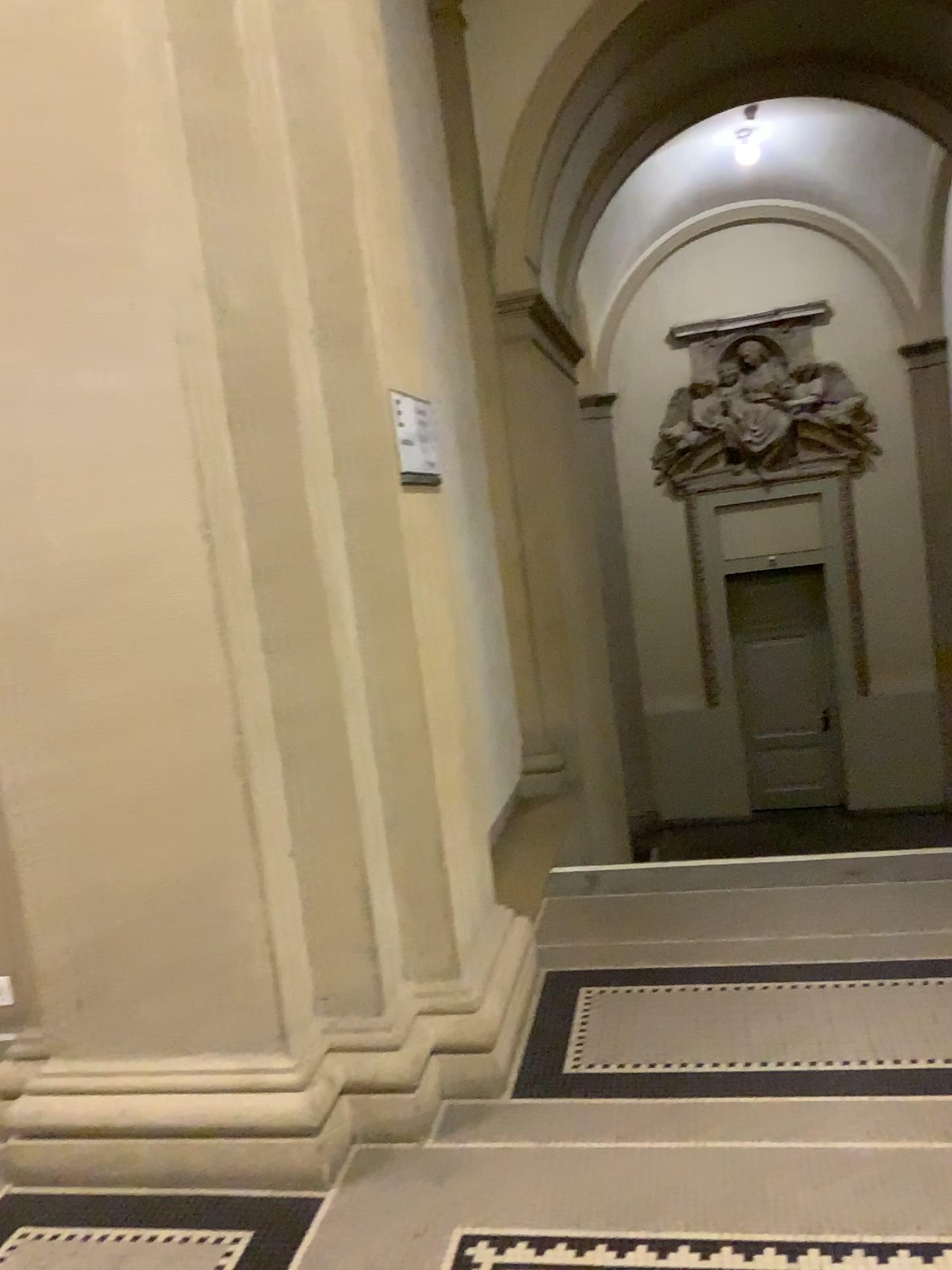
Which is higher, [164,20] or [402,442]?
[164,20]

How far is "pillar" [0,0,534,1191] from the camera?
2.3 meters

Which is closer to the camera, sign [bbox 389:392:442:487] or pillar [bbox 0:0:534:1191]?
pillar [bbox 0:0:534:1191]

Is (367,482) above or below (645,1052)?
above

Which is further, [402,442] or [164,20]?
[402,442]

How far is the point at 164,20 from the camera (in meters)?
2.33
